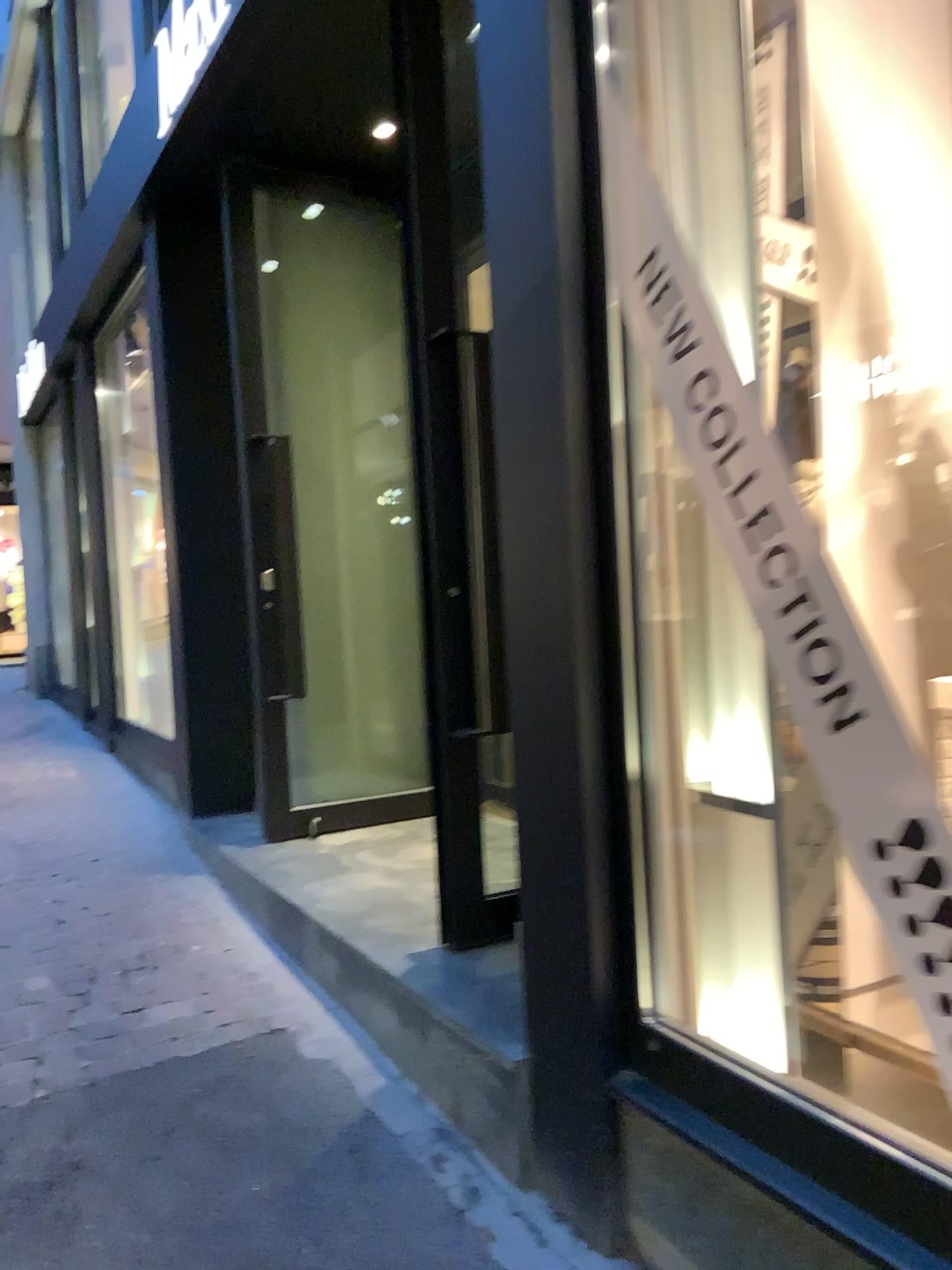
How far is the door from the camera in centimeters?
410cm

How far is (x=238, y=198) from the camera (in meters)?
4.10

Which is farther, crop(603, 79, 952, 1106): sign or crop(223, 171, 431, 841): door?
crop(223, 171, 431, 841): door

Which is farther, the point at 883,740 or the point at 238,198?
the point at 238,198

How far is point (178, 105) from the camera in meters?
3.6

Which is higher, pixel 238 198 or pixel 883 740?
pixel 238 198
